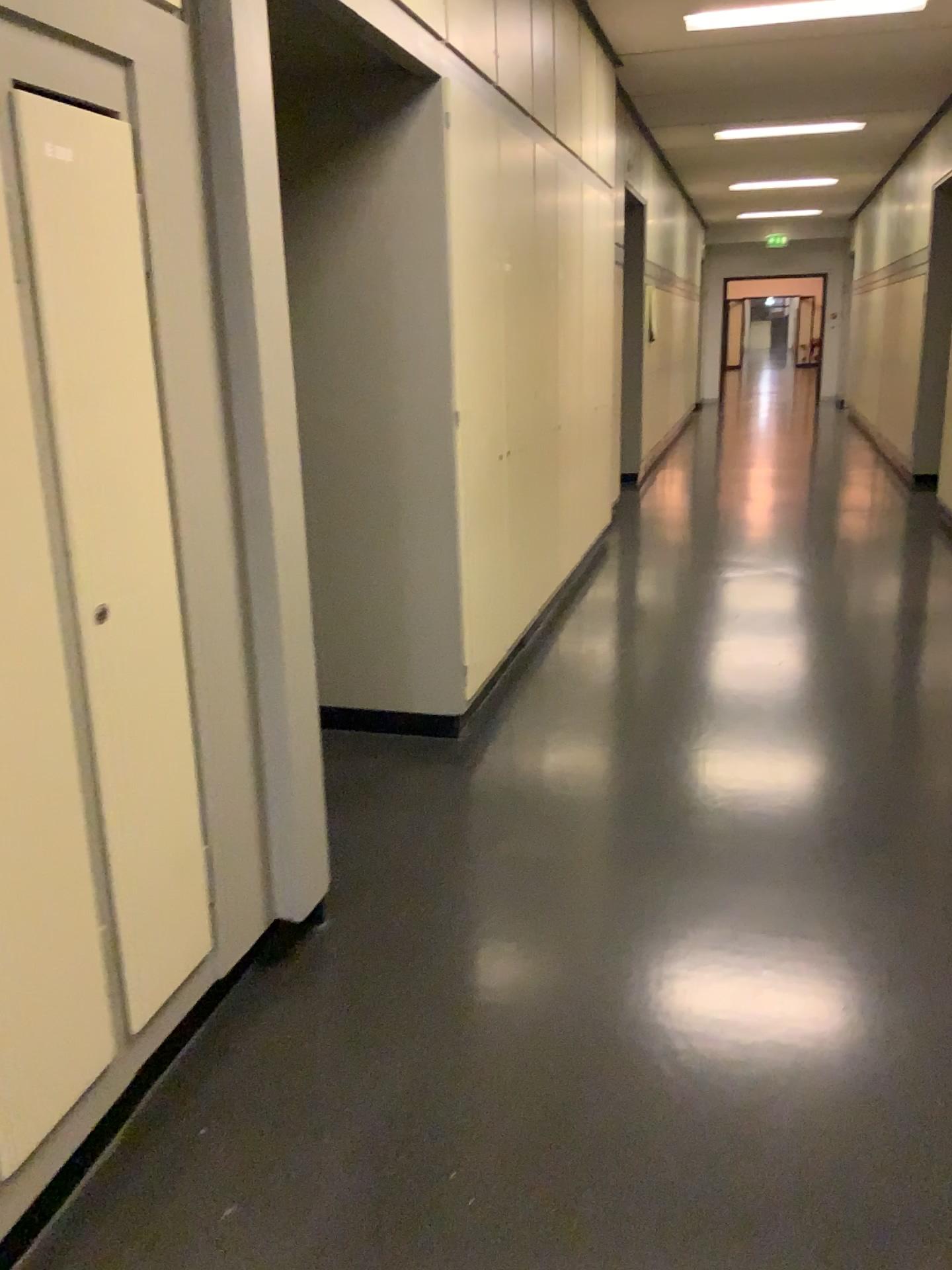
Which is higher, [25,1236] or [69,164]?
[69,164]

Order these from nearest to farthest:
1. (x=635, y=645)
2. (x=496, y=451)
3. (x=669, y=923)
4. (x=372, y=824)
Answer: (x=669, y=923), (x=372, y=824), (x=496, y=451), (x=635, y=645)
